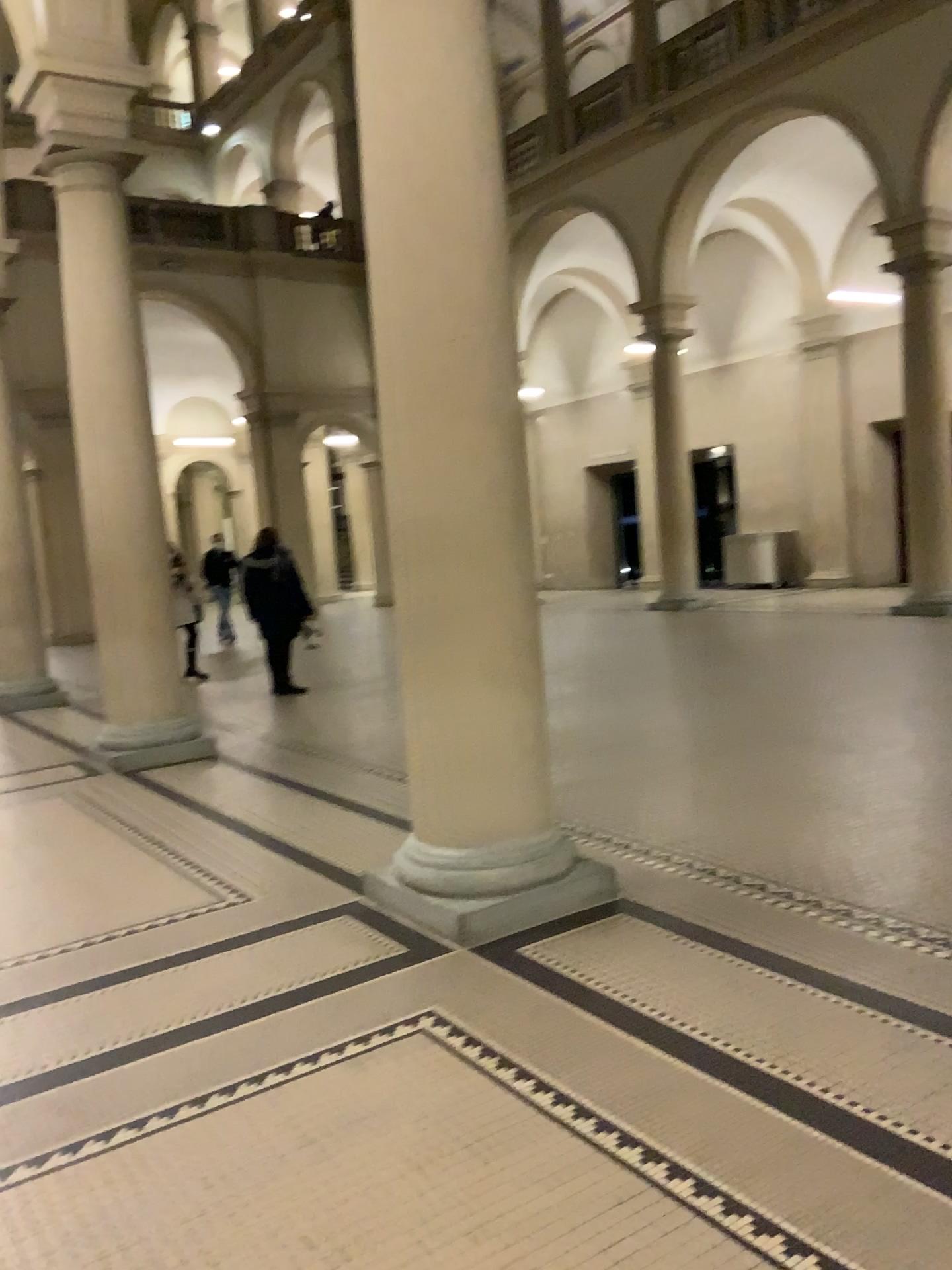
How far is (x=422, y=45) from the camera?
3.7m

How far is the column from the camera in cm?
368

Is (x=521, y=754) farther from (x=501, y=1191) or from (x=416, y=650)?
(x=501, y=1191)
